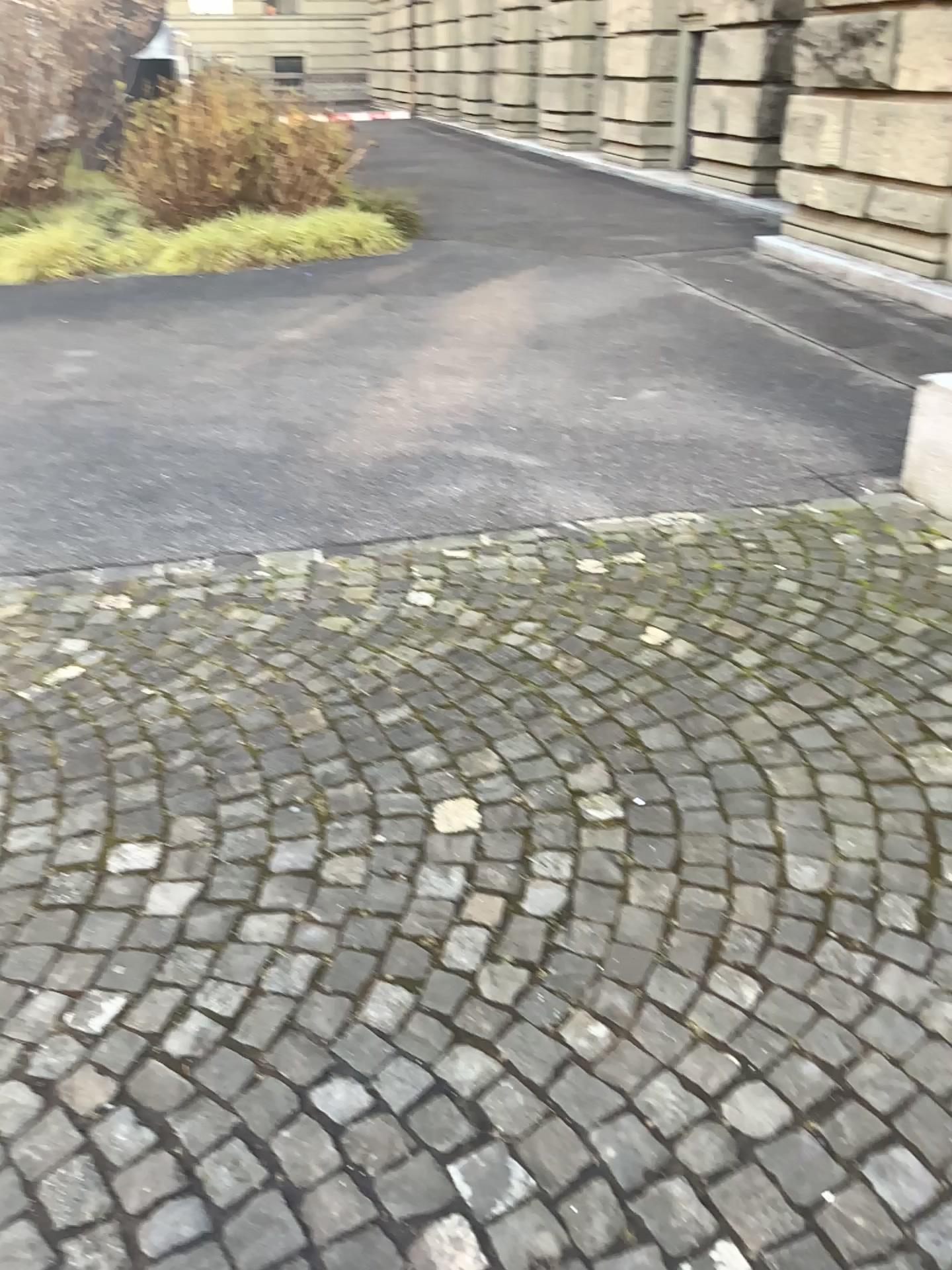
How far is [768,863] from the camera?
2.10m
